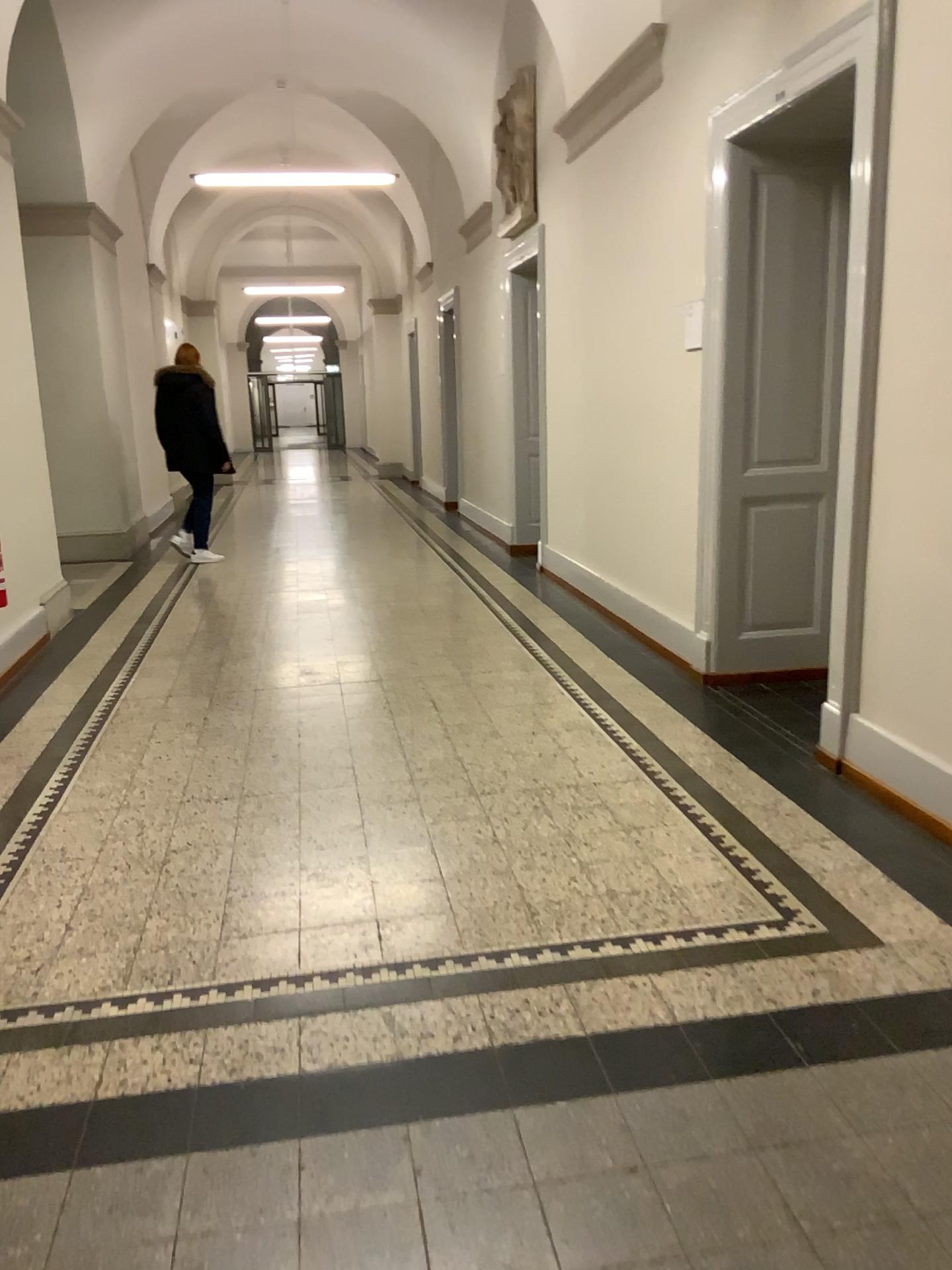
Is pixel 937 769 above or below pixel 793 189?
below

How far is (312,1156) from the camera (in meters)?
1.88

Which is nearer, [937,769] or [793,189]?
[937,769]

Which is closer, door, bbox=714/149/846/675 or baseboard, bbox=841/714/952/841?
Result: baseboard, bbox=841/714/952/841
